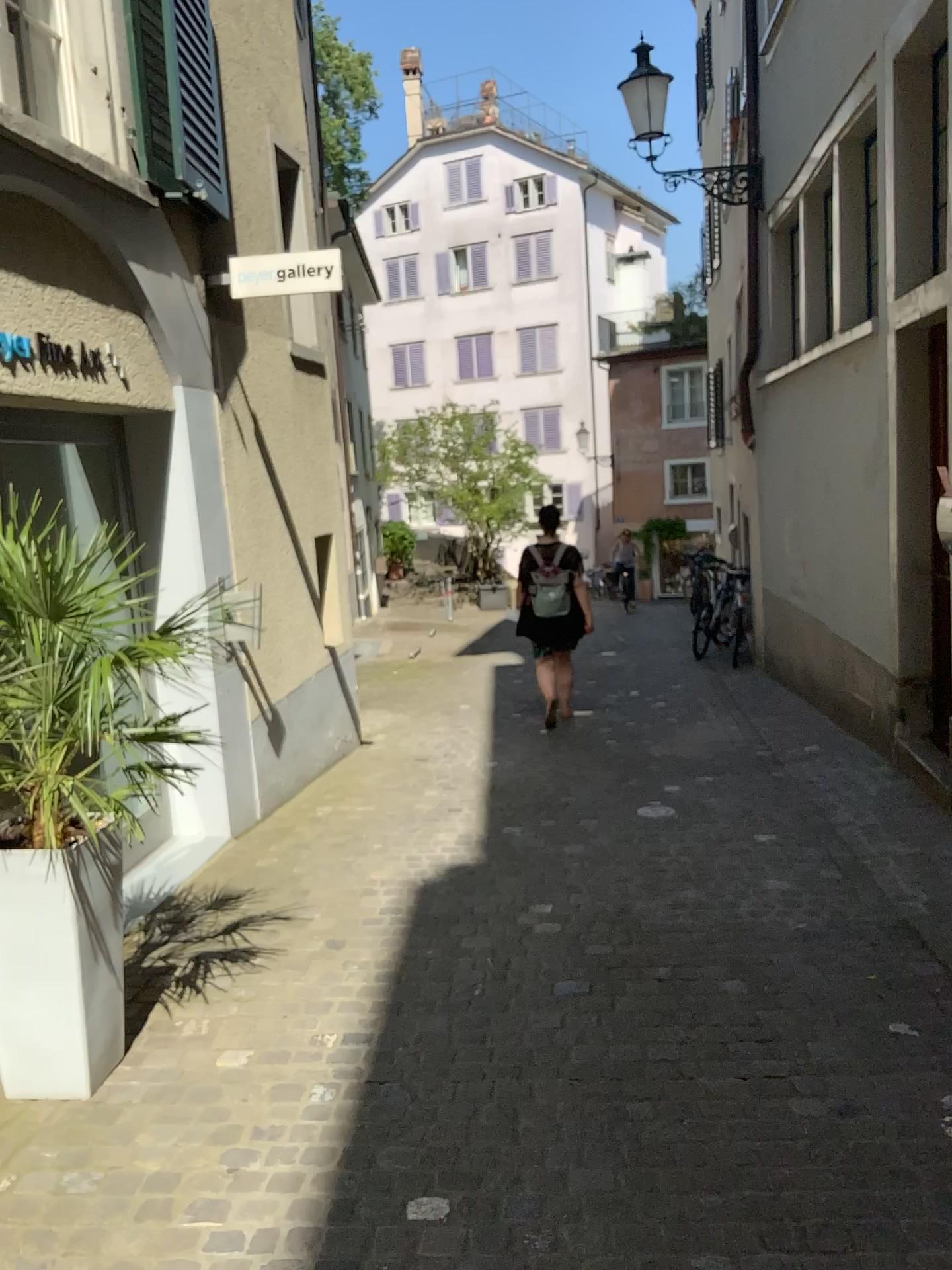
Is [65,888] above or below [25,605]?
below

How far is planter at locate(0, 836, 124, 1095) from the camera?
2.8m

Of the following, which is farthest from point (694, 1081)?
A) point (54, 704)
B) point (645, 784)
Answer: point (645, 784)

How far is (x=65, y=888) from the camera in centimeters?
277cm
